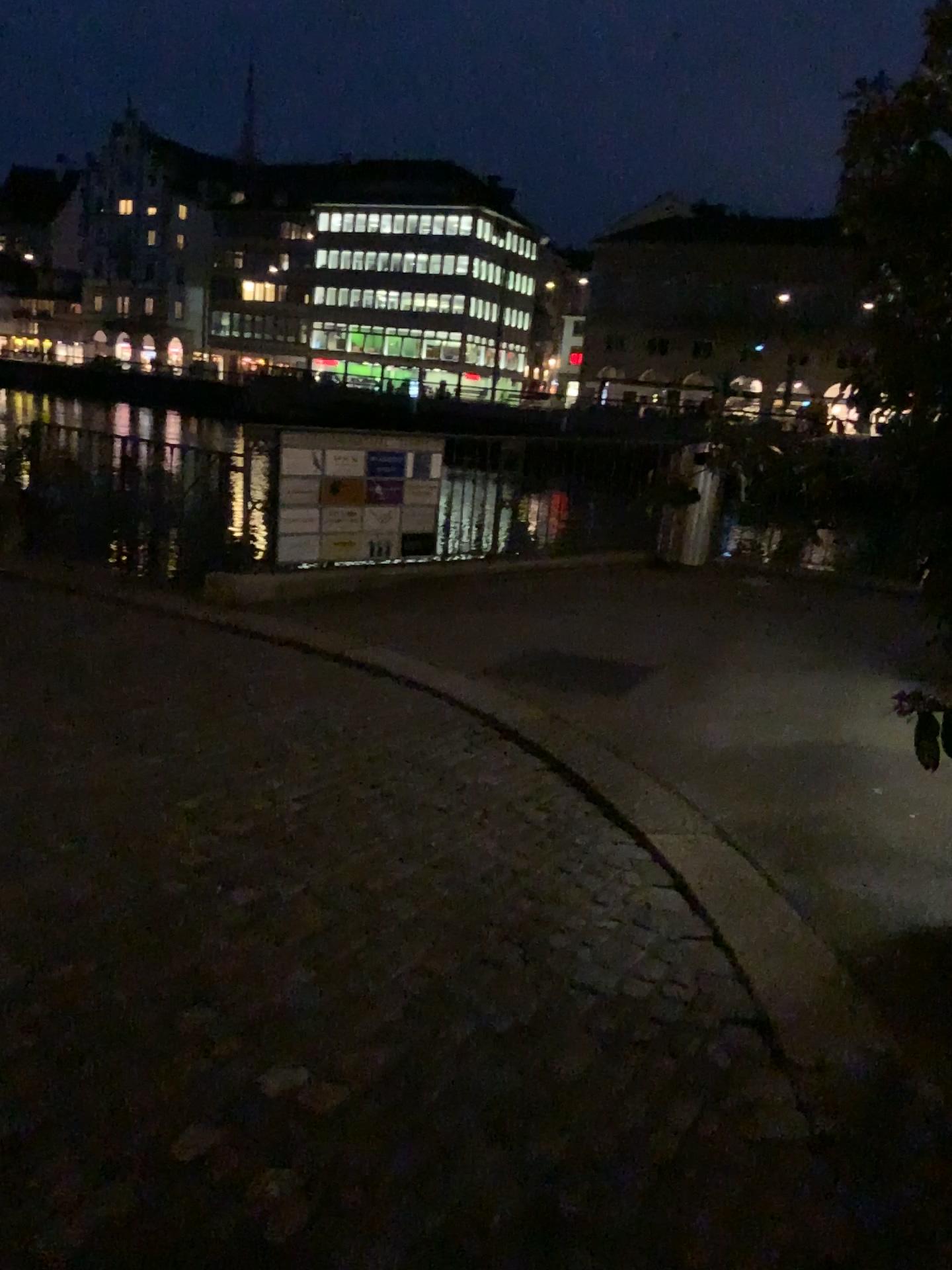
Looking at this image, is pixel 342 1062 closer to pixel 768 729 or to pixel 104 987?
pixel 104 987
